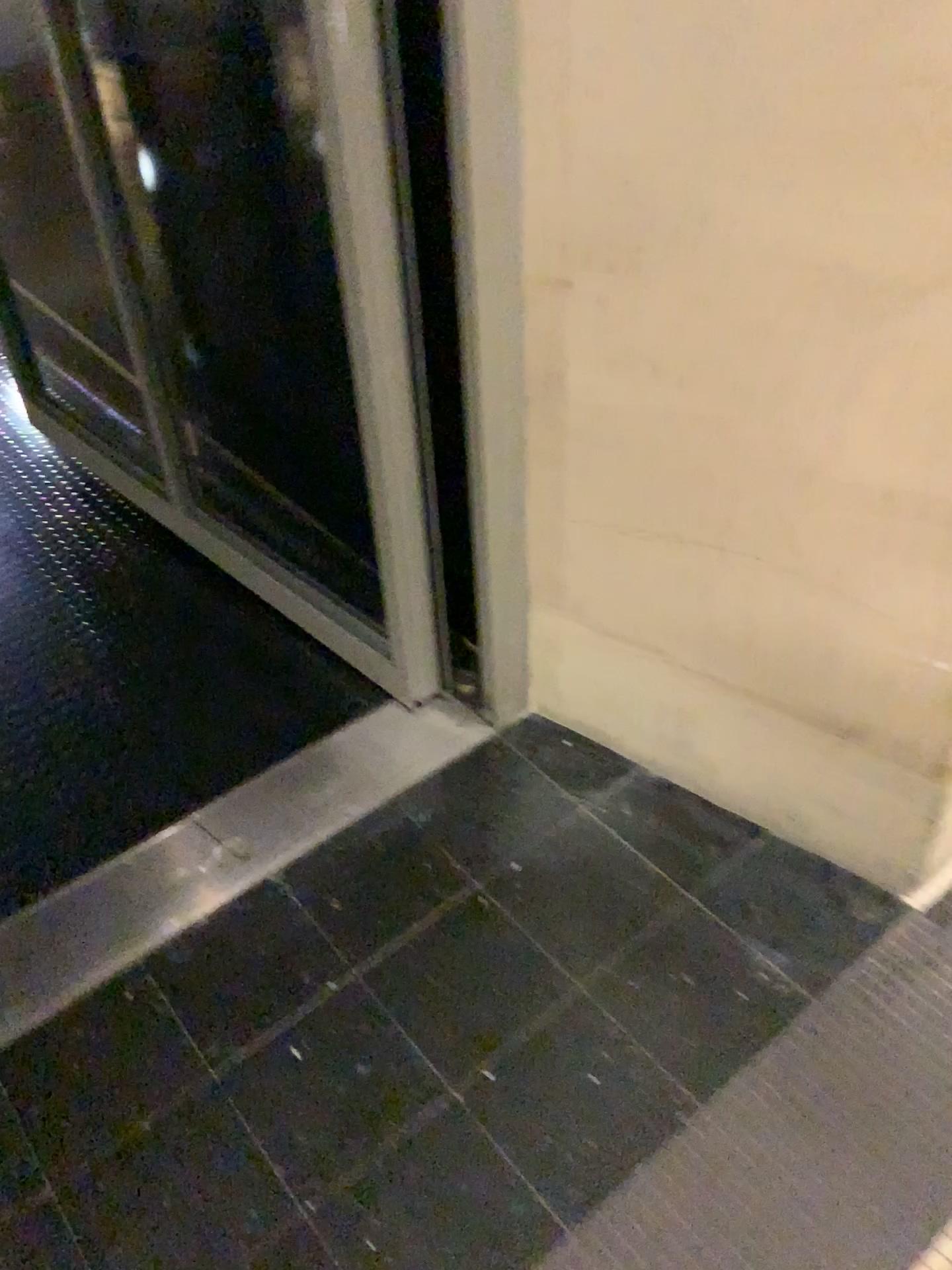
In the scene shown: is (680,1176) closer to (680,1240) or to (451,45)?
(680,1240)

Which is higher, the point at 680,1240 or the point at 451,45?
the point at 451,45

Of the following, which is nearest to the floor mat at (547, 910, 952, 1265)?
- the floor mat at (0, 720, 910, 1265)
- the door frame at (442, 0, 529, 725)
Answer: the floor mat at (0, 720, 910, 1265)

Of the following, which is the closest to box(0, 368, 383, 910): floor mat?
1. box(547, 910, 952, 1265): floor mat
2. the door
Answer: the door

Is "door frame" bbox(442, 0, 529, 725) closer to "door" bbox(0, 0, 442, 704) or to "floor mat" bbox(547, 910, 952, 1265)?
"door" bbox(0, 0, 442, 704)

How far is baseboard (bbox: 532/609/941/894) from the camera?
1.31m

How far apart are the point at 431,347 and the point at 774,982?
0.9m

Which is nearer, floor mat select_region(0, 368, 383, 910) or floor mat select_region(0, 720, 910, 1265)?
floor mat select_region(0, 720, 910, 1265)

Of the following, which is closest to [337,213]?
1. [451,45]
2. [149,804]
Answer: [451,45]

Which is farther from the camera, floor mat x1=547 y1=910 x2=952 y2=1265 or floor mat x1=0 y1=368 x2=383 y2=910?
floor mat x1=0 y1=368 x2=383 y2=910
